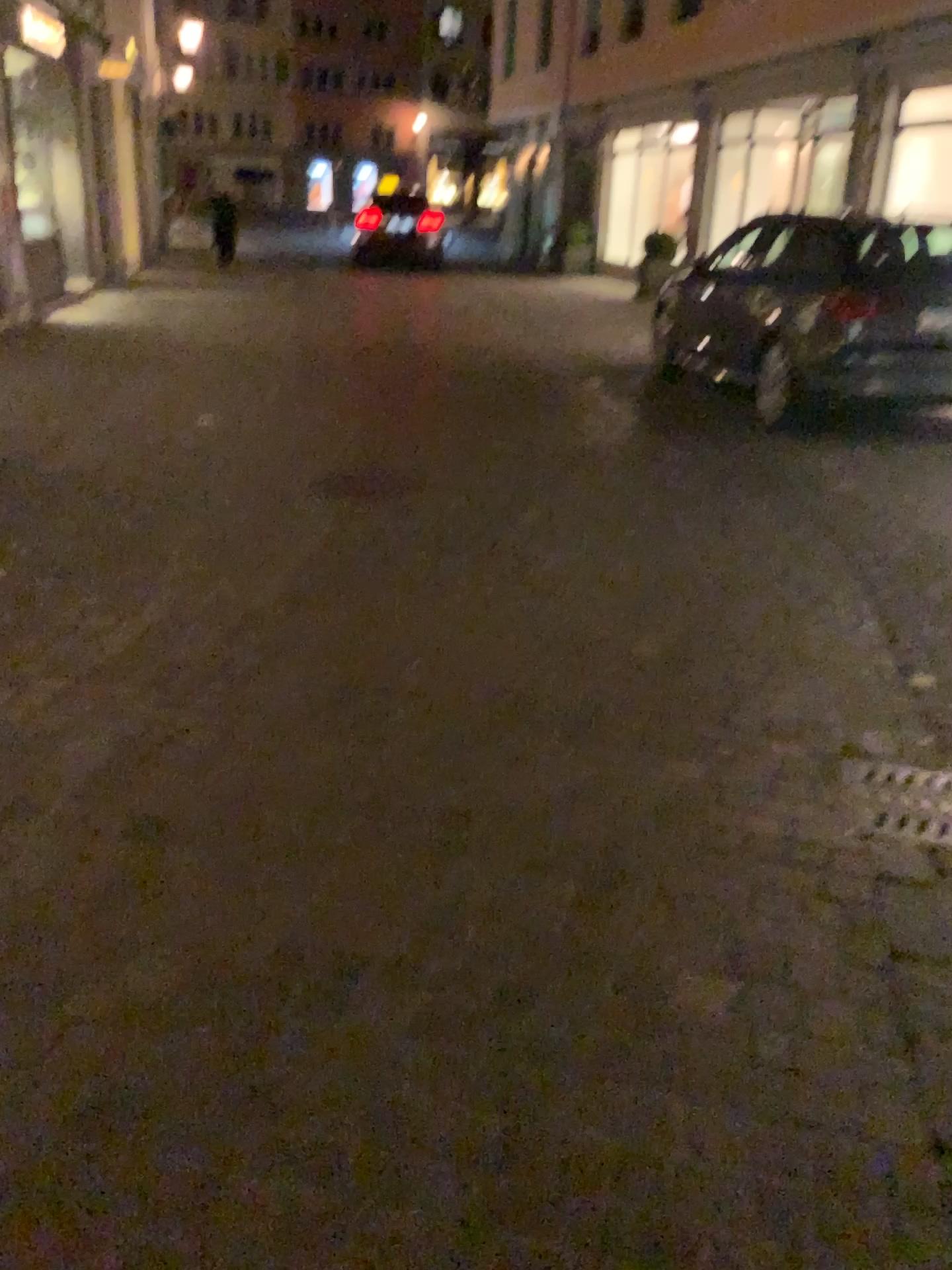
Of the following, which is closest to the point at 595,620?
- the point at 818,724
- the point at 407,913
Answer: the point at 818,724
